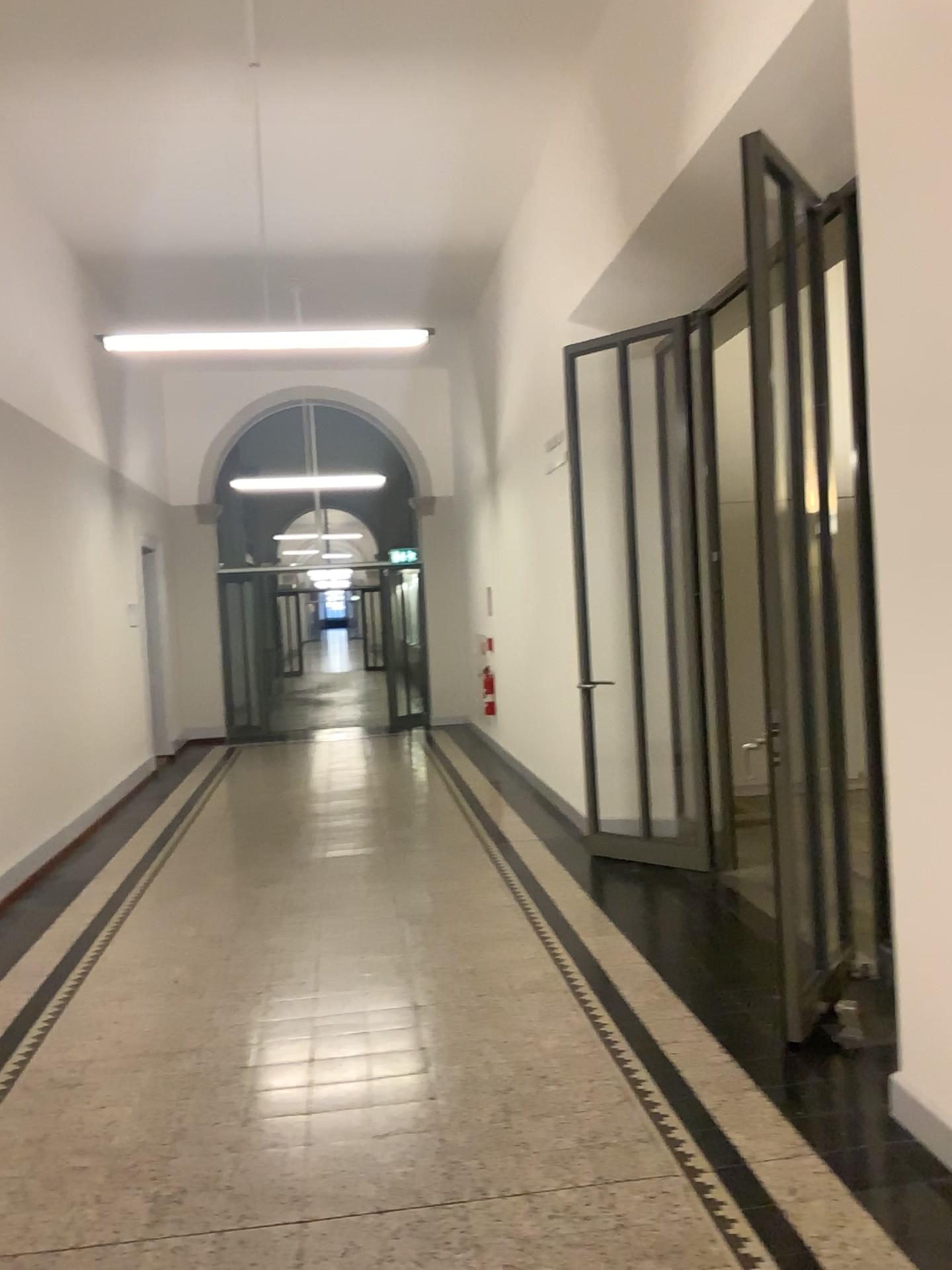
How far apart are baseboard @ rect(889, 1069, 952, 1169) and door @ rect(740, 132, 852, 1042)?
0.7m

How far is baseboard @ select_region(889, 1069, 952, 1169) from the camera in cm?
284

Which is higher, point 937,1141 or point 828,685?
point 828,685

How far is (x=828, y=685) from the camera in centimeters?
388cm

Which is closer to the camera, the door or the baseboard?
the baseboard

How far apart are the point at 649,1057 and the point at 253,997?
1.7 meters

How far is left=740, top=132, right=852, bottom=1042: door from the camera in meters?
3.9 m

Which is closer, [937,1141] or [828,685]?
[937,1141]
